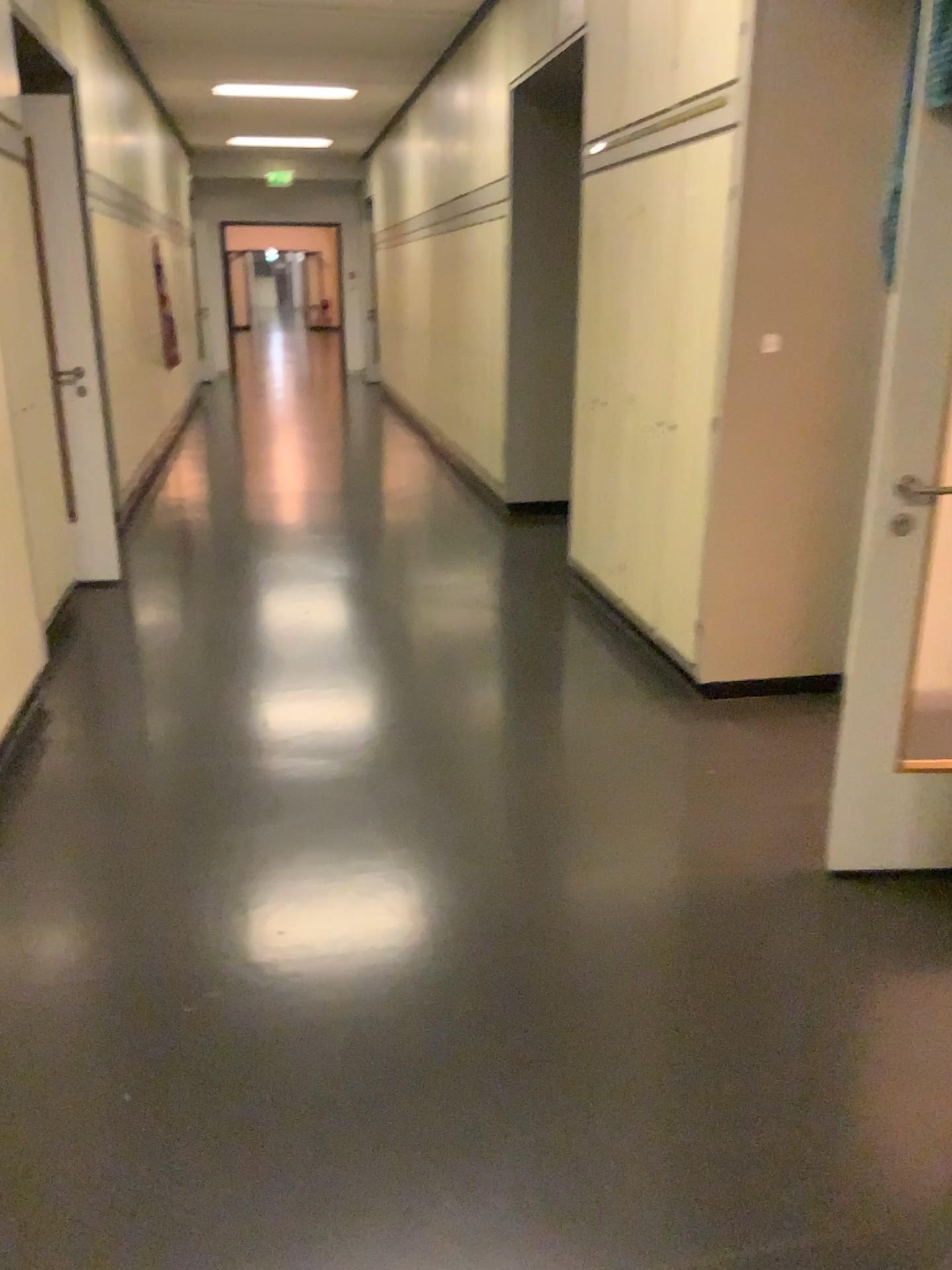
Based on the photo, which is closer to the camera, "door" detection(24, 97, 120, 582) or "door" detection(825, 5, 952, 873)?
"door" detection(825, 5, 952, 873)

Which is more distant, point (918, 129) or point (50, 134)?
point (50, 134)

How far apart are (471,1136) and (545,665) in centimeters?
234cm
